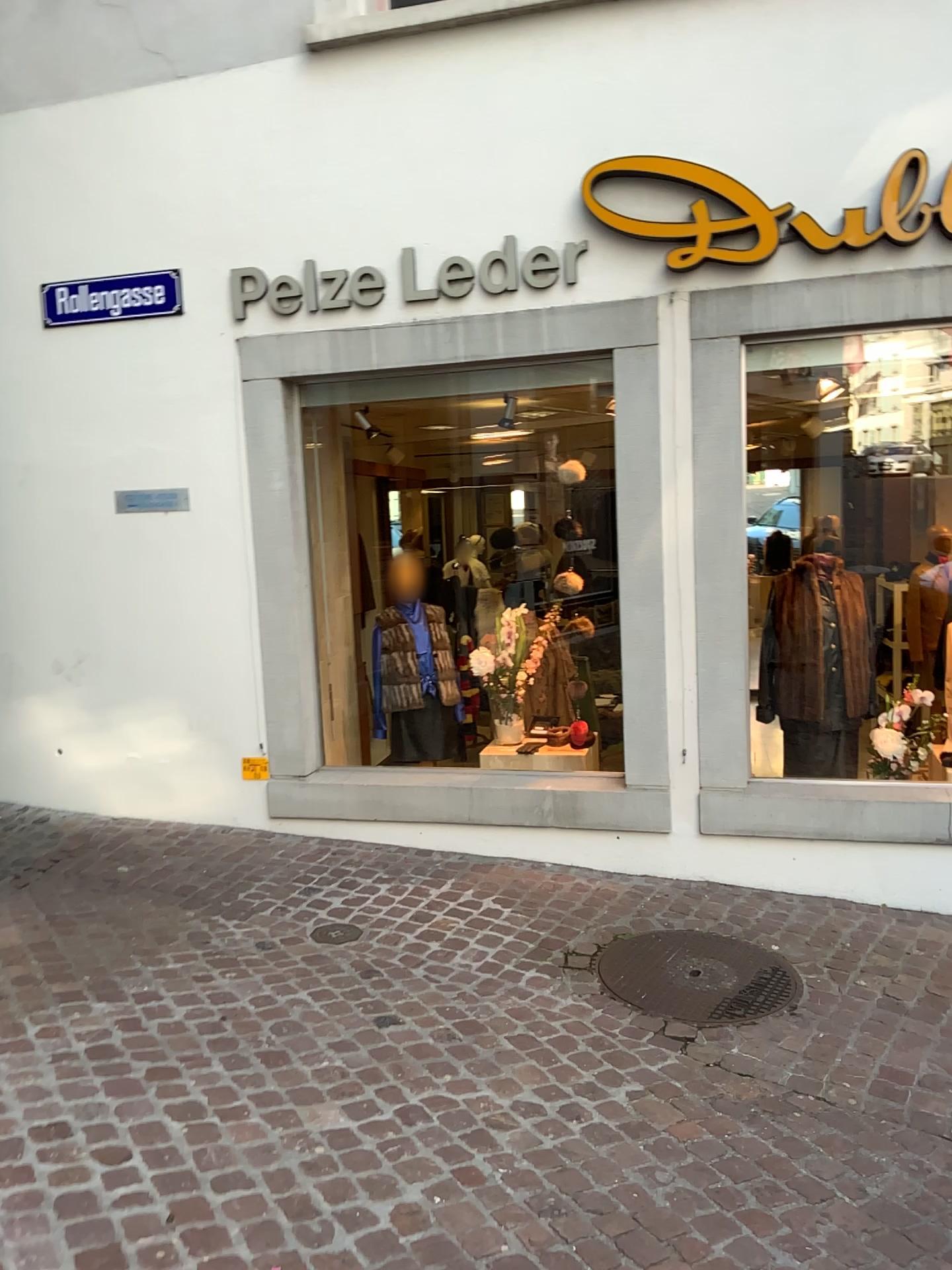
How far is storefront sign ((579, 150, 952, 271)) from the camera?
4.07m

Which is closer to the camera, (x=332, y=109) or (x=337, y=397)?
(x=332, y=109)

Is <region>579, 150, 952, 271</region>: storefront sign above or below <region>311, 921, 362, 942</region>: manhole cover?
above

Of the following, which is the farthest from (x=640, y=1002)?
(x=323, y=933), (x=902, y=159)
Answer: (x=902, y=159)

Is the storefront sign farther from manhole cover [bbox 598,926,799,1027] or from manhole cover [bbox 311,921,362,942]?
manhole cover [bbox 311,921,362,942]

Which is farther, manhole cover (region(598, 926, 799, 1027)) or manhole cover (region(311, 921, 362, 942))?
manhole cover (region(311, 921, 362, 942))

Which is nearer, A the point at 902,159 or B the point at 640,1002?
B the point at 640,1002

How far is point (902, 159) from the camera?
4.07m

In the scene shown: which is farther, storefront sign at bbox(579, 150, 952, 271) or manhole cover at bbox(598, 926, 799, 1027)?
storefront sign at bbox(579, 150, 952, 271)

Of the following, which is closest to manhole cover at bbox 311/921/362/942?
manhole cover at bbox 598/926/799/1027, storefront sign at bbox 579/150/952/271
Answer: manhole cover at bbox 598/926/799/1027
